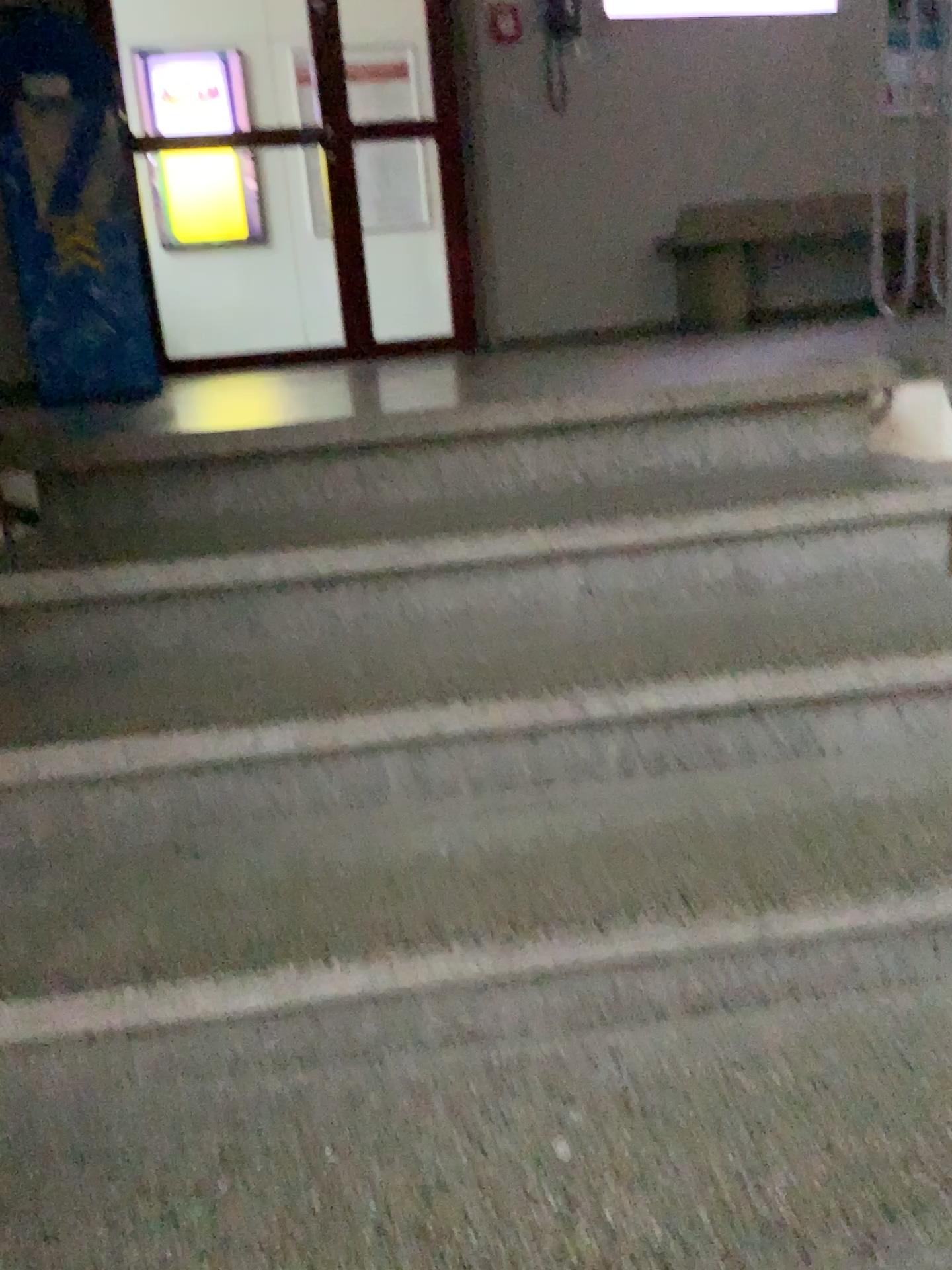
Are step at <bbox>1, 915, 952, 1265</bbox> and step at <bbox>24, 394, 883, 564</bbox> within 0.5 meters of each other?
no

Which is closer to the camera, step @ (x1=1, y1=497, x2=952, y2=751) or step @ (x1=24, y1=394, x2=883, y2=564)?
step @ (x1=1, y1=497, x2=952, y2=751)

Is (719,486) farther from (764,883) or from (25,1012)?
(25,1012)

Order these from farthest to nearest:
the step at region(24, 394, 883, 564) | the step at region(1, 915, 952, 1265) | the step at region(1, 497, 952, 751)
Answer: the step at region(24, 394, 883, 564), the step at region(1, 497, 952, 751), the step at region(1, 915, 952, 1265)

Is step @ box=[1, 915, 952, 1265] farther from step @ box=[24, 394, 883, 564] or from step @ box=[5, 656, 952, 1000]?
step @ box=[24, 394, 883, 564]

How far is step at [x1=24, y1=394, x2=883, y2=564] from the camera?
1.8m

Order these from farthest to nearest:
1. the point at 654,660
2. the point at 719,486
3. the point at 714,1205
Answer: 1. the point at 719,486
2. the point at 654,660
3. the point at 714,1205

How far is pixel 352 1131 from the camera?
1.1 meters

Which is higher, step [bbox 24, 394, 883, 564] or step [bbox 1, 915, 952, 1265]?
step [bbox 24, 394, 883, 564]

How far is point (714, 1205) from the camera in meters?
1.0 m
